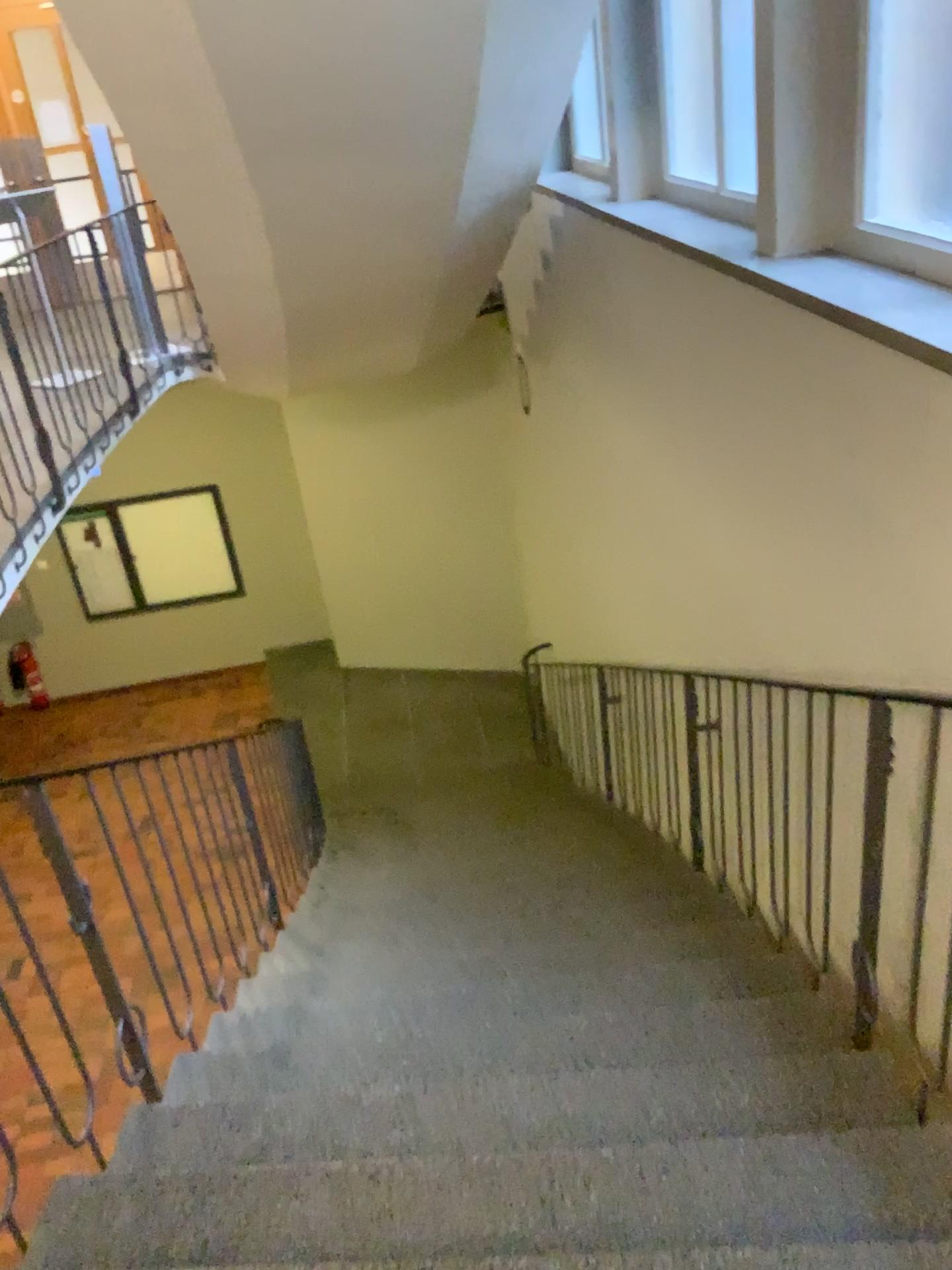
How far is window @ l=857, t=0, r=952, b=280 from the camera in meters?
2.6 m

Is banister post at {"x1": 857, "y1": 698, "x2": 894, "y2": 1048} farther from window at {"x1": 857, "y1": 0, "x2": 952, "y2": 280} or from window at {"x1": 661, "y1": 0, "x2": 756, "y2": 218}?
window at {"x1": 661, "y1": 0, "x2": 756, "y2": 218}

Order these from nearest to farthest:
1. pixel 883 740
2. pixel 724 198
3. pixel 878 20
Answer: pixel 883 740 → pixel 878 20 → pixel 724 198

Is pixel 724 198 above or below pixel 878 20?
below

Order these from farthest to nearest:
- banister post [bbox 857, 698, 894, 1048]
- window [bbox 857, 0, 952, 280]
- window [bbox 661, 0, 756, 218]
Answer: window [bbox 661, 0, 756, 218] < window [bbox 857, 0, 952, 280] < banister post [bbox 857, 698, 894, 1048]

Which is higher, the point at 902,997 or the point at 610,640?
the point at 902,997

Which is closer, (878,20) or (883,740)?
(883,740)

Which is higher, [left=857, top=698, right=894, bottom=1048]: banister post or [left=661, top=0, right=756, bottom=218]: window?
[left=661, top=0, right=756, bottom=218]: window

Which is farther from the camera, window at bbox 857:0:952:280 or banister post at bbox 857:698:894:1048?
window at bbox 857:0:952:280

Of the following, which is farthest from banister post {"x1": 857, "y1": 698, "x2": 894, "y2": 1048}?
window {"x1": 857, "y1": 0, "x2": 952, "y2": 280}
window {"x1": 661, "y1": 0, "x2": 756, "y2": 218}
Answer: window {"x1": 661, "y1": 0, "x2": 756, "y2": 218}
